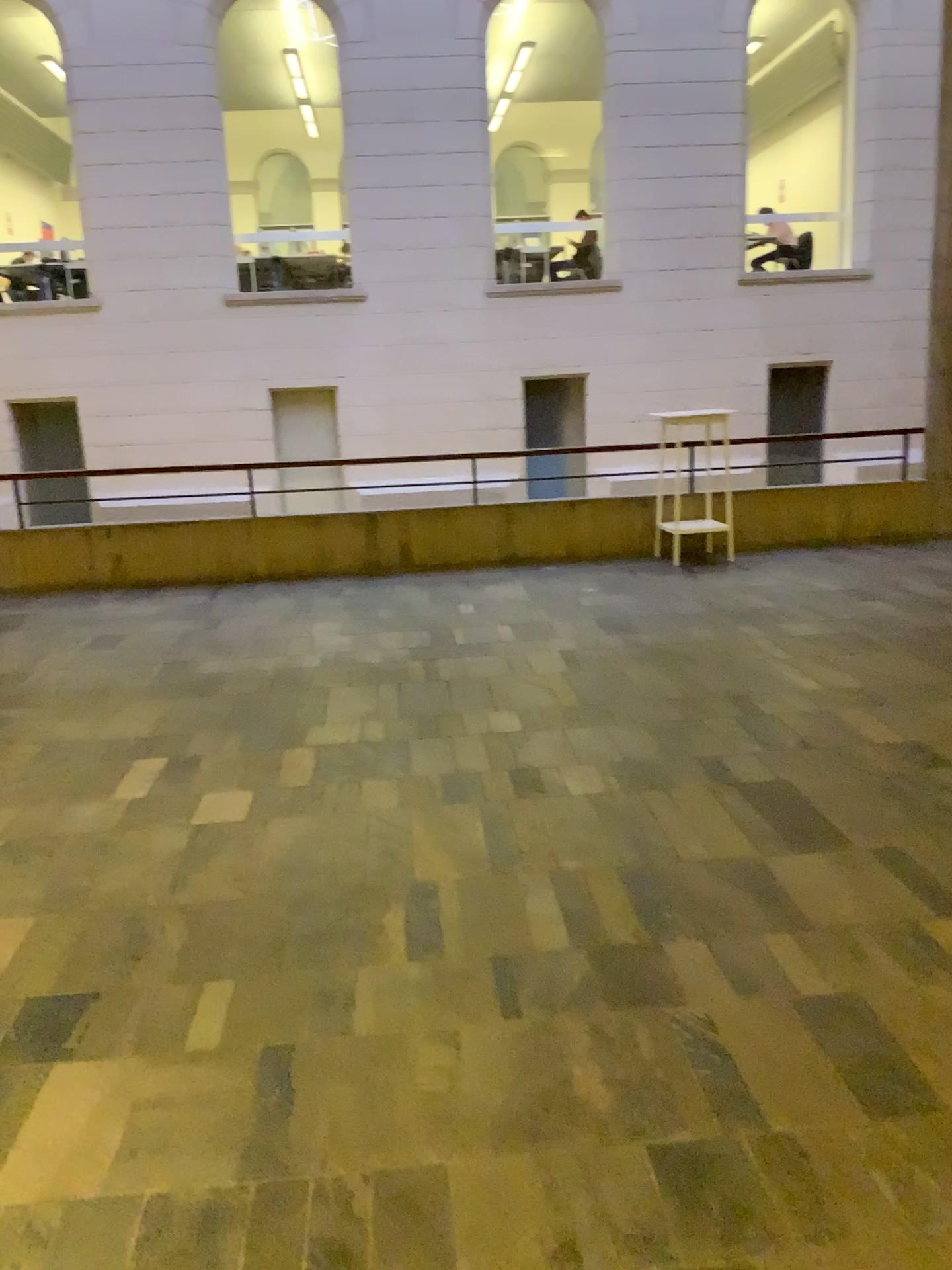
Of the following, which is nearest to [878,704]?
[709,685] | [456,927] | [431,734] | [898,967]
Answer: [709,685]
